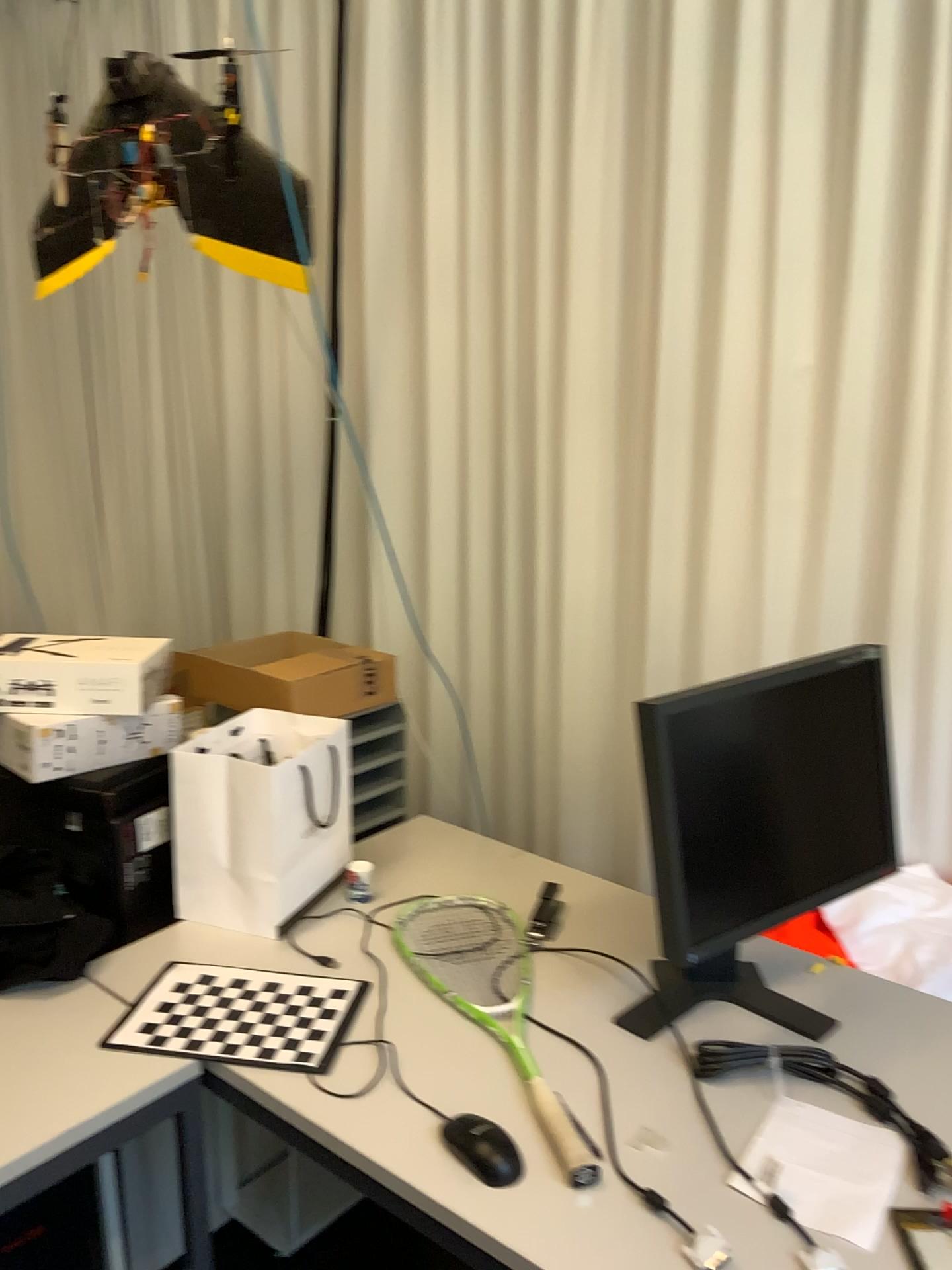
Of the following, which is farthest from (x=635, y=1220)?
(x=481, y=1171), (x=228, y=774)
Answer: (x=228, y=774)

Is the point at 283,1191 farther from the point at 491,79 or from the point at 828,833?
the point at 491,79

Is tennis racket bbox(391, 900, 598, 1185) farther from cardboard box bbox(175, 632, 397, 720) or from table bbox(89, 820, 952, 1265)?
cardboard box bbox(175, 632, 397, 720)

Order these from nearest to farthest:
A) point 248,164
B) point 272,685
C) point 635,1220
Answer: point 635,1220, point 248,164, point 272,685

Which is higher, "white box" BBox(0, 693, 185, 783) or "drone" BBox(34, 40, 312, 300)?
"drone" BBox(34, 40, 312, 300)

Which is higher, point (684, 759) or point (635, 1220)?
point (684, 759)

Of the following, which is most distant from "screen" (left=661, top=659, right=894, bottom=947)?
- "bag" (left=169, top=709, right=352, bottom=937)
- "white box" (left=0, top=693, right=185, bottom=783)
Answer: "white box" (left=0, top=693, right=185, bottom=783)

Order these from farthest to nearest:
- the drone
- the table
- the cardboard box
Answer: the cardboard box < the drone < the table

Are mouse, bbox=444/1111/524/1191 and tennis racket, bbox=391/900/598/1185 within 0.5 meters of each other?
yes

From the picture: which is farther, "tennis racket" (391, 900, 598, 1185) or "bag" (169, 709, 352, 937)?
"bag" (169, 709, 352, 937)
